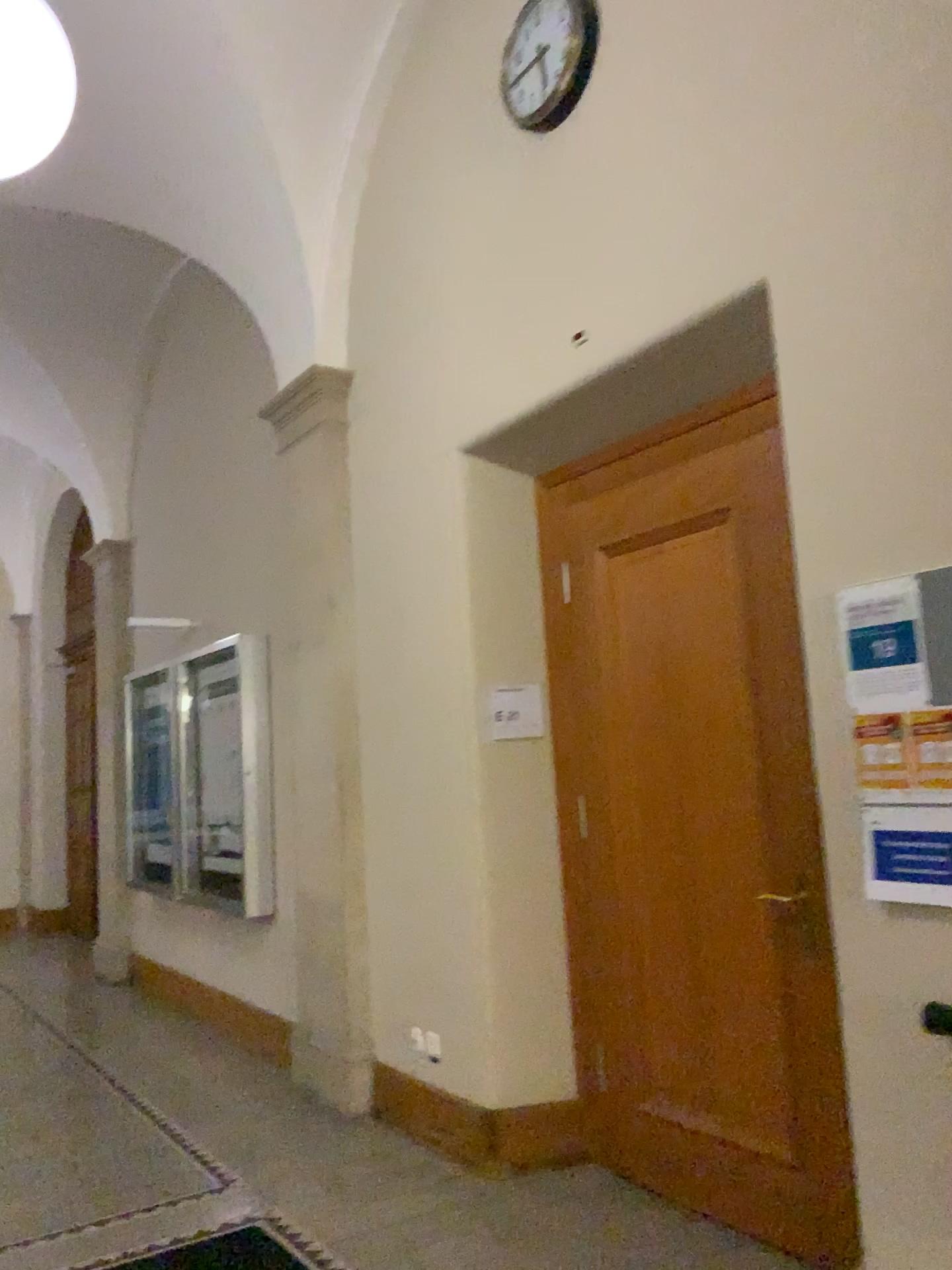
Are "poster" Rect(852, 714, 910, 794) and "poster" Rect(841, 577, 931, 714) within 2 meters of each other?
yes

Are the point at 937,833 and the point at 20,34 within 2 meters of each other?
no

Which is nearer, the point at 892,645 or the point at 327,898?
the point at 892,645

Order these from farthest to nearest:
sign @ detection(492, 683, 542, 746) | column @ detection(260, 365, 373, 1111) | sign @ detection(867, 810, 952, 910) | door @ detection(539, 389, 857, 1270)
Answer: column @ detection(260, 365, 373, 1111)
sign @ detection(492, 683, 542, 746)
door @ detection(539, 389, 857, 1270)
sign @ detection(867, 810, 952, 910)

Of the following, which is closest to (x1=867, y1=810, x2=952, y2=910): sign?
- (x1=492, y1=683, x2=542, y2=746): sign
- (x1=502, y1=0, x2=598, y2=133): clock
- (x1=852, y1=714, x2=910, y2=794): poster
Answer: (x1=852, y1=714, x2=910, y2=794): poster

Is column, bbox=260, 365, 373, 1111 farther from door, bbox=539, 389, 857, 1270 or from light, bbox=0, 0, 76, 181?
light, bbox=0, 0, 76, 181

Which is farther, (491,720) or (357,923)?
(357,923)

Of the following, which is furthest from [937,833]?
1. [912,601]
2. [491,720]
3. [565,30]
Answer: [565,30]

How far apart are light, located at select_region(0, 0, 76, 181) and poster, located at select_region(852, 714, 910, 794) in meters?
2.4 m

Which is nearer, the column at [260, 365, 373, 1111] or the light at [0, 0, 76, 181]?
the light at [0, 0, 76, 181]
